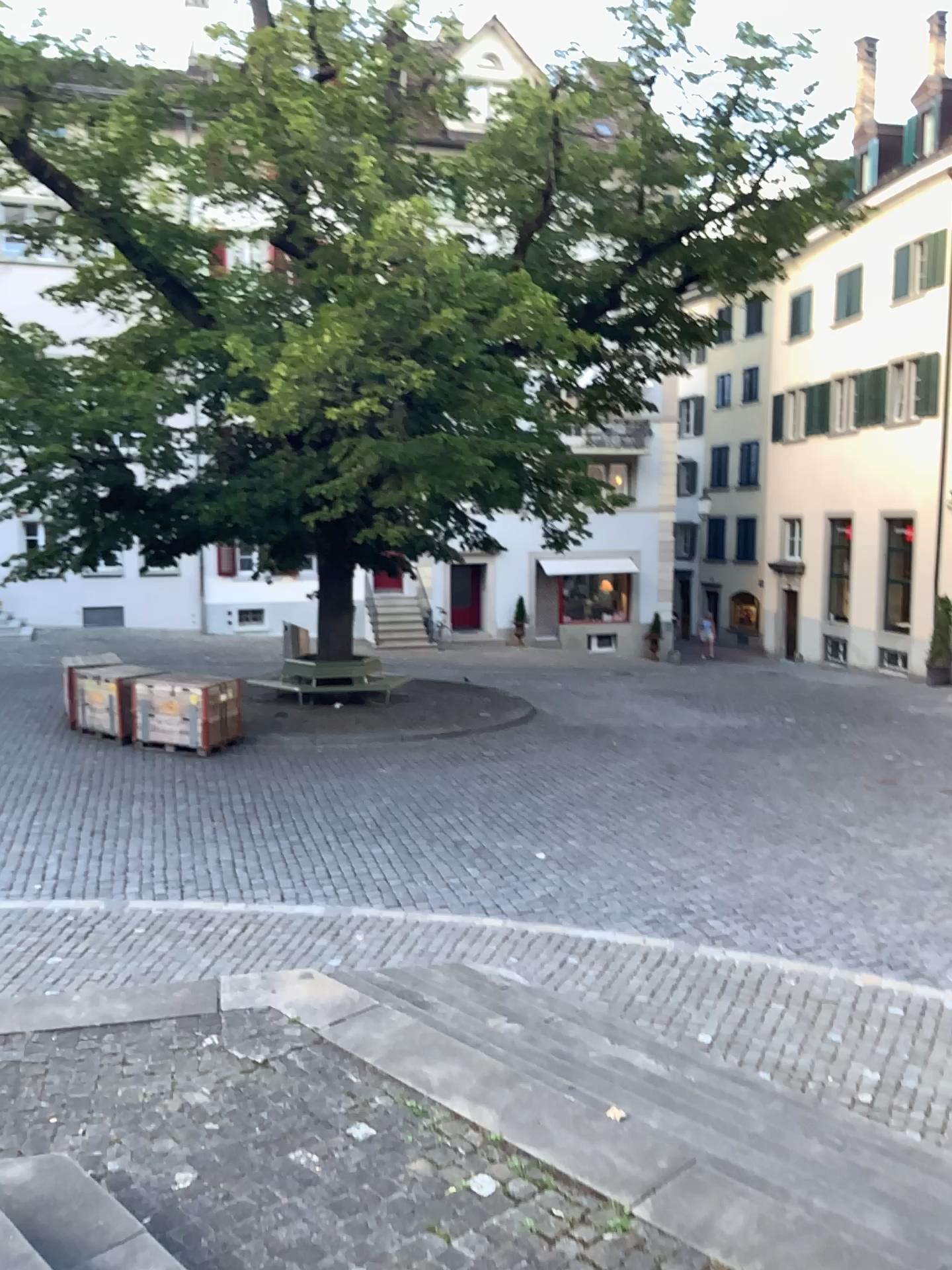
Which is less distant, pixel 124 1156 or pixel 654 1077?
pixel 124 1156
